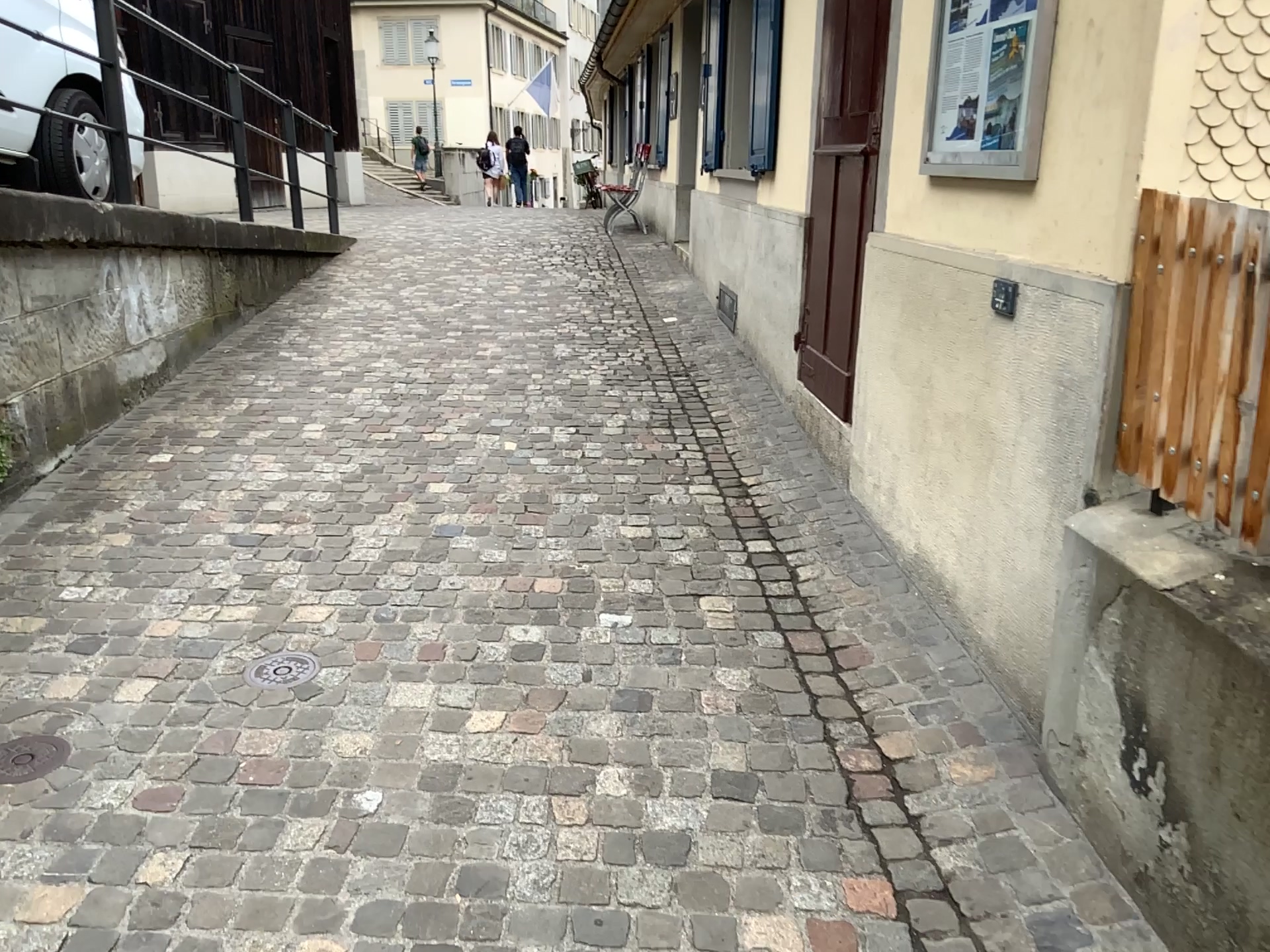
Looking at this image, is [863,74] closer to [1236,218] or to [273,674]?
[1236,218]

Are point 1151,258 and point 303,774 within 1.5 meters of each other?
no

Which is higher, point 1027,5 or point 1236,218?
point 1027,5

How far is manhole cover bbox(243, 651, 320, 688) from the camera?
2.7 meters

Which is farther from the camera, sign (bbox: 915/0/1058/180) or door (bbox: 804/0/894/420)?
door (bbox: 804/0/894/420)

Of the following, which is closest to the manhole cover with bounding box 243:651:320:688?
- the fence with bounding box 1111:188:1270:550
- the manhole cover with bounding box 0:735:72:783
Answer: the manhole cover with bounding box 0:735:72:783

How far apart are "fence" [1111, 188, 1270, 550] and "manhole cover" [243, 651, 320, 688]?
1.97m

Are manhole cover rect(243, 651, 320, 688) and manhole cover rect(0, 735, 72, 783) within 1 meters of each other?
yes

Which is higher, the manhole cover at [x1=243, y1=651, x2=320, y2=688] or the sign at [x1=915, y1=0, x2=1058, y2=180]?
the sign at [x1=915, y1=0, x2=1058, y2=180]

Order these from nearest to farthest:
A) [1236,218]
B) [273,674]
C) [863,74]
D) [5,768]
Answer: [1236,218] → [5,768] → [273,674] → [863,74]
